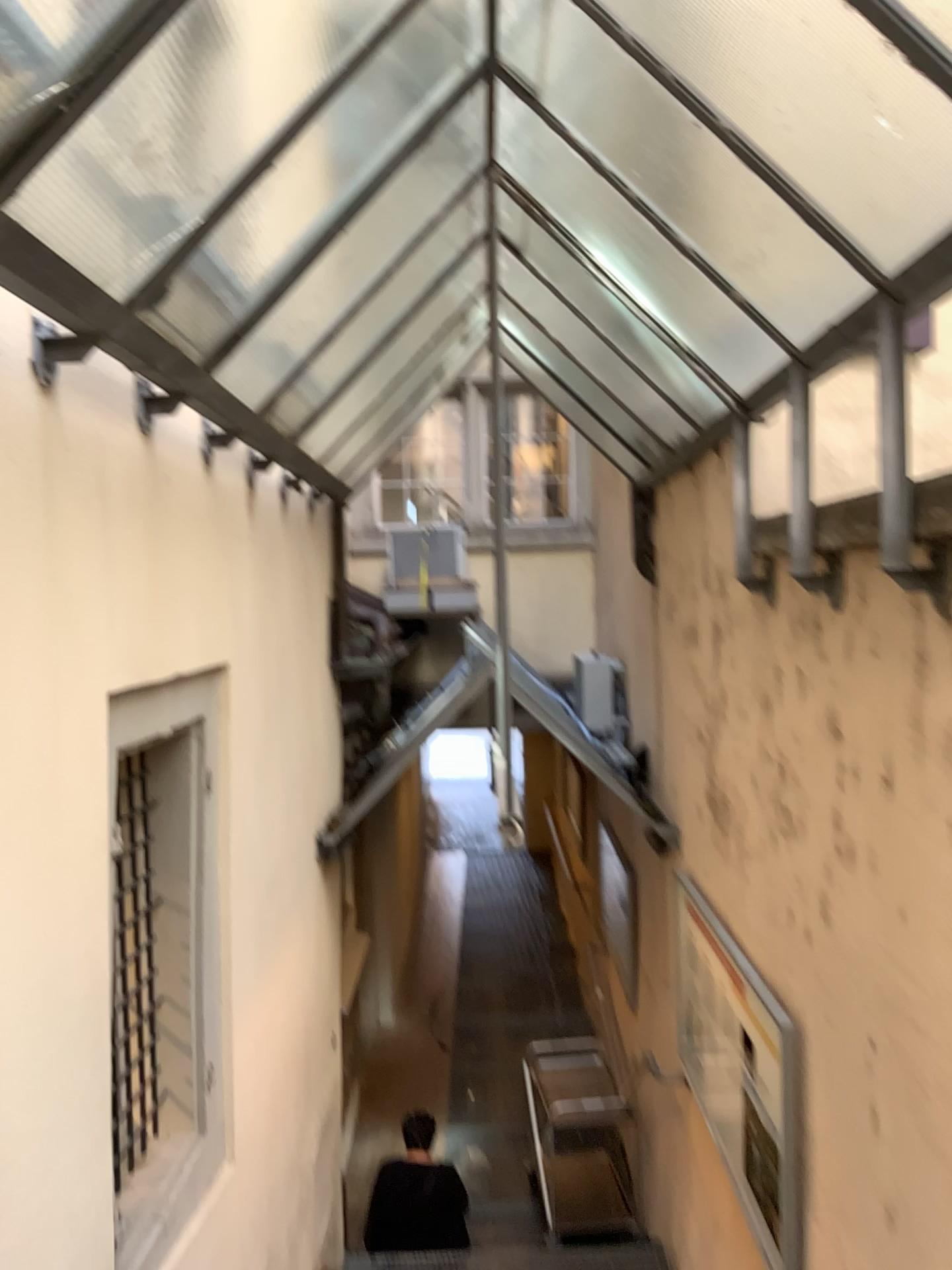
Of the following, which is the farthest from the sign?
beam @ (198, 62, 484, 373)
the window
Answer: beam @ (198, 62, 484, 373)

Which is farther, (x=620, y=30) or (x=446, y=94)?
(x=446, y=94)

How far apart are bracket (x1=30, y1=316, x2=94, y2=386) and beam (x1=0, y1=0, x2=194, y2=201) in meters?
0.5 m

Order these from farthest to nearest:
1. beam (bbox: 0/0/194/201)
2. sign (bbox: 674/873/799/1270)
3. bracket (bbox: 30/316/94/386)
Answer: sign (bbox: 674/873/799/1270) < bracket (bbox: 30/316/94/386) < beam (bbox: 0/0/194/201)

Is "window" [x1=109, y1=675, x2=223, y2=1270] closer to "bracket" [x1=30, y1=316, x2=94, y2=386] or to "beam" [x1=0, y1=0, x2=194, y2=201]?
"bracket" [x1=30, y1=316, x2=94, y2=386]

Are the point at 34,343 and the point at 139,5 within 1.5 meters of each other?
yes

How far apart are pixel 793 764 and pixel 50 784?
2.0 meters

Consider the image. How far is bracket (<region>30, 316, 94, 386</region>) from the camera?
2.1 meters

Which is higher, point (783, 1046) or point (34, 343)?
point (34, 343)

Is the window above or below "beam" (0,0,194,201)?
below
